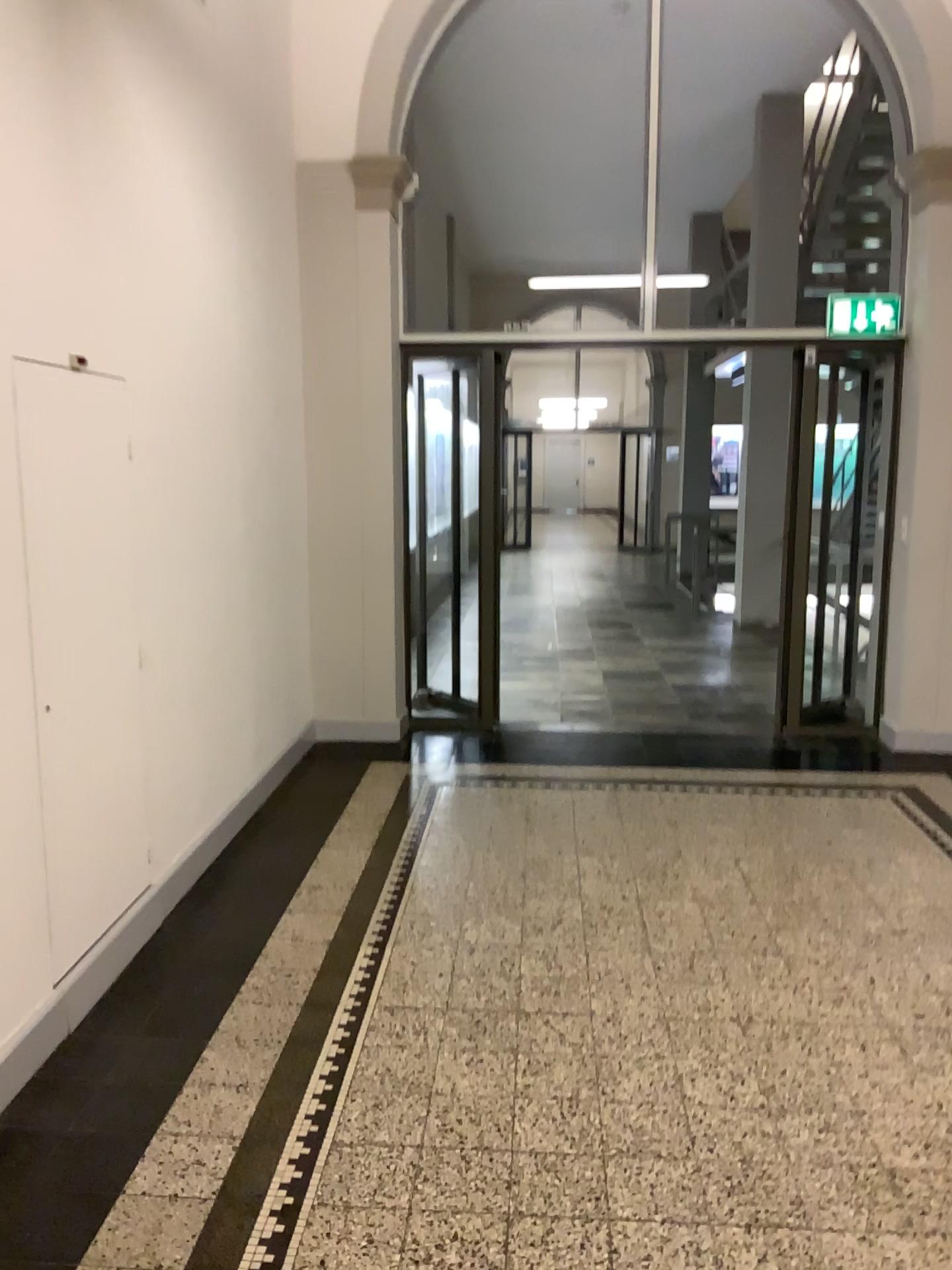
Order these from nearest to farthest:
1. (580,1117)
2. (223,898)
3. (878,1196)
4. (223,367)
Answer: (878,1196), (580,1117), (223,898), (223,367)
